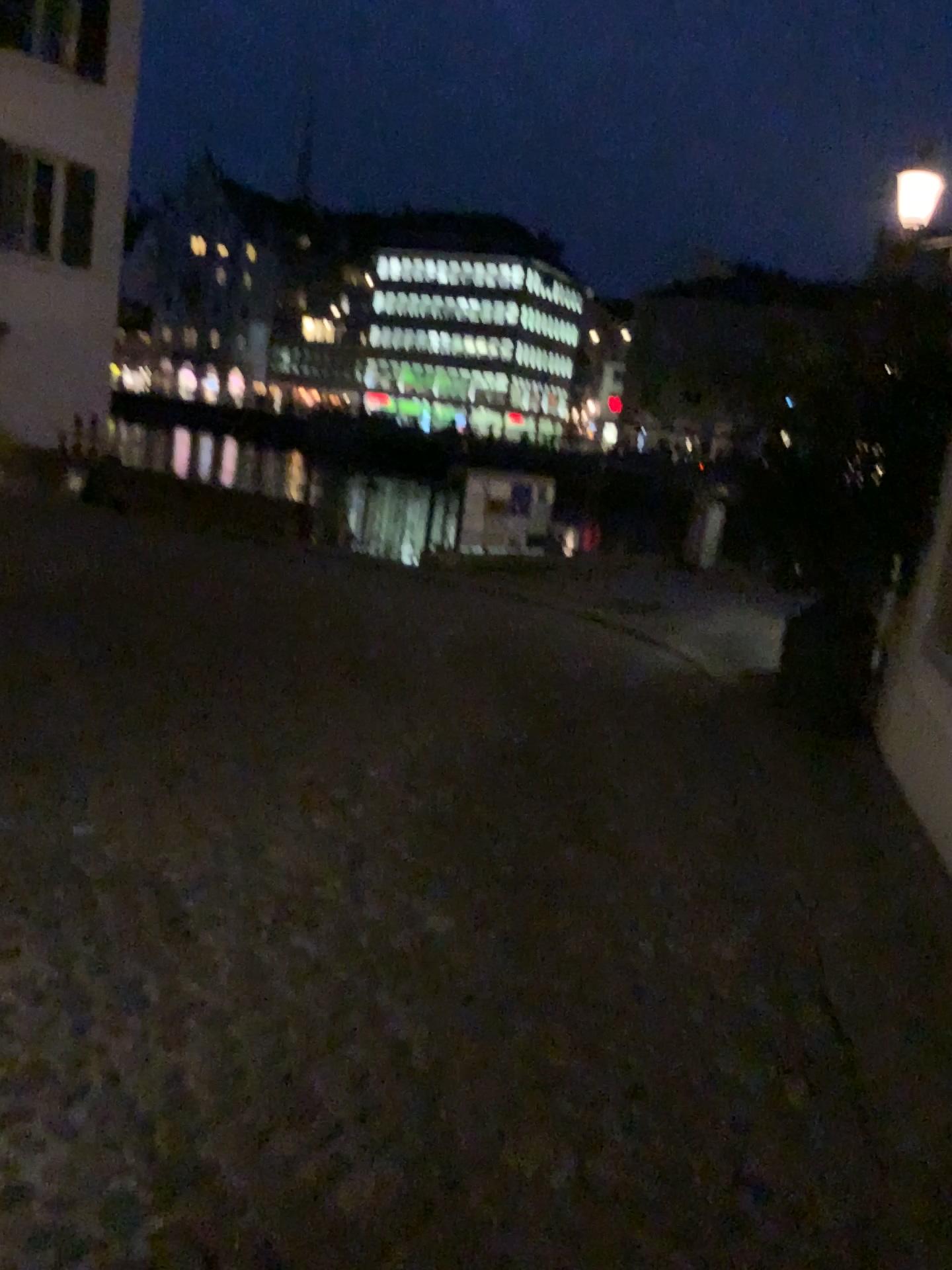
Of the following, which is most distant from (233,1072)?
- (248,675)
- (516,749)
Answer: (248,675)
